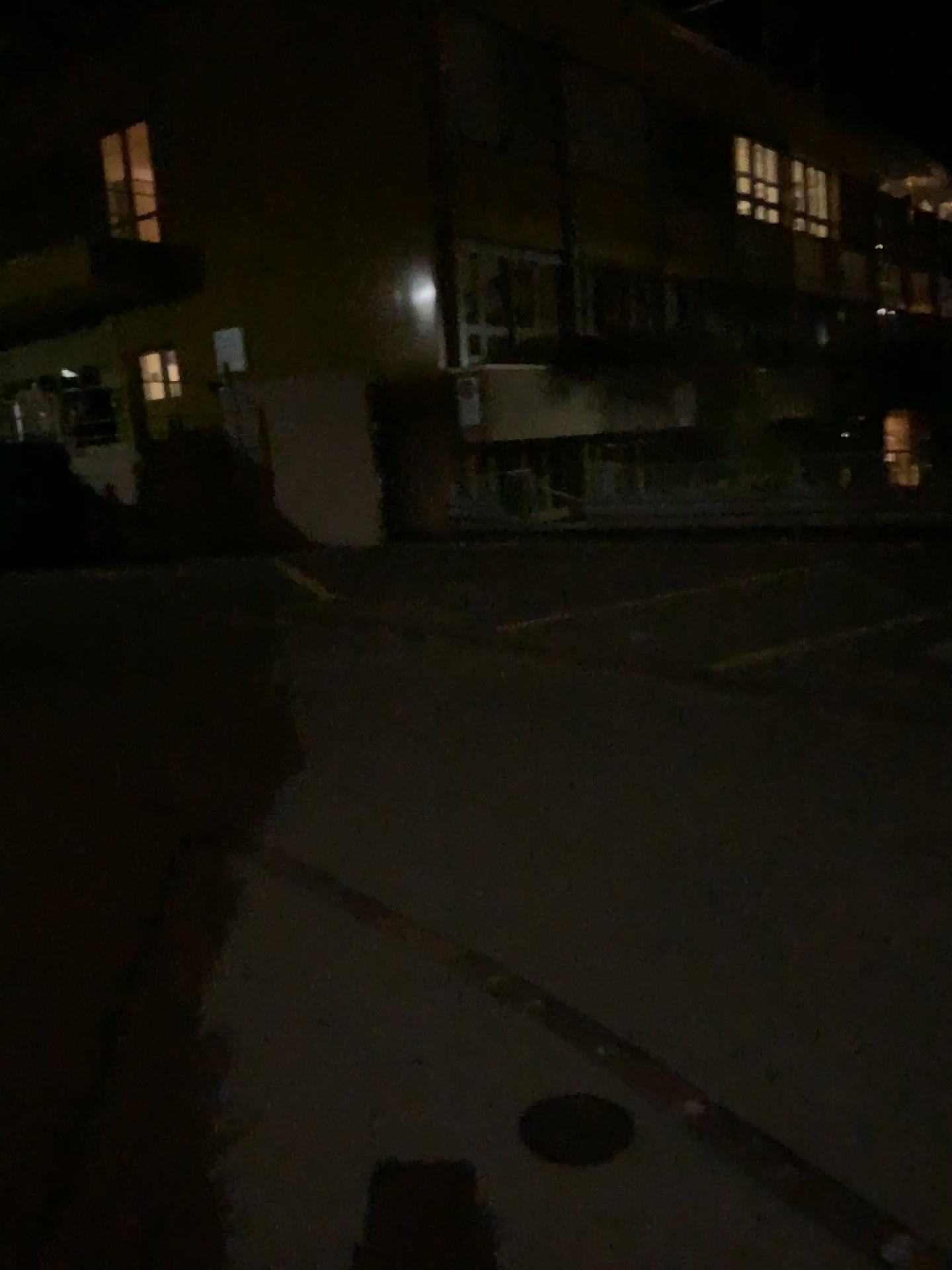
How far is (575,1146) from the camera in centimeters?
237cm

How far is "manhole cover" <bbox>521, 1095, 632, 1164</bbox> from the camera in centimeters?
237cm

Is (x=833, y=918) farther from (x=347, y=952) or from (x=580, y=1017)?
(x=347, y=952)
